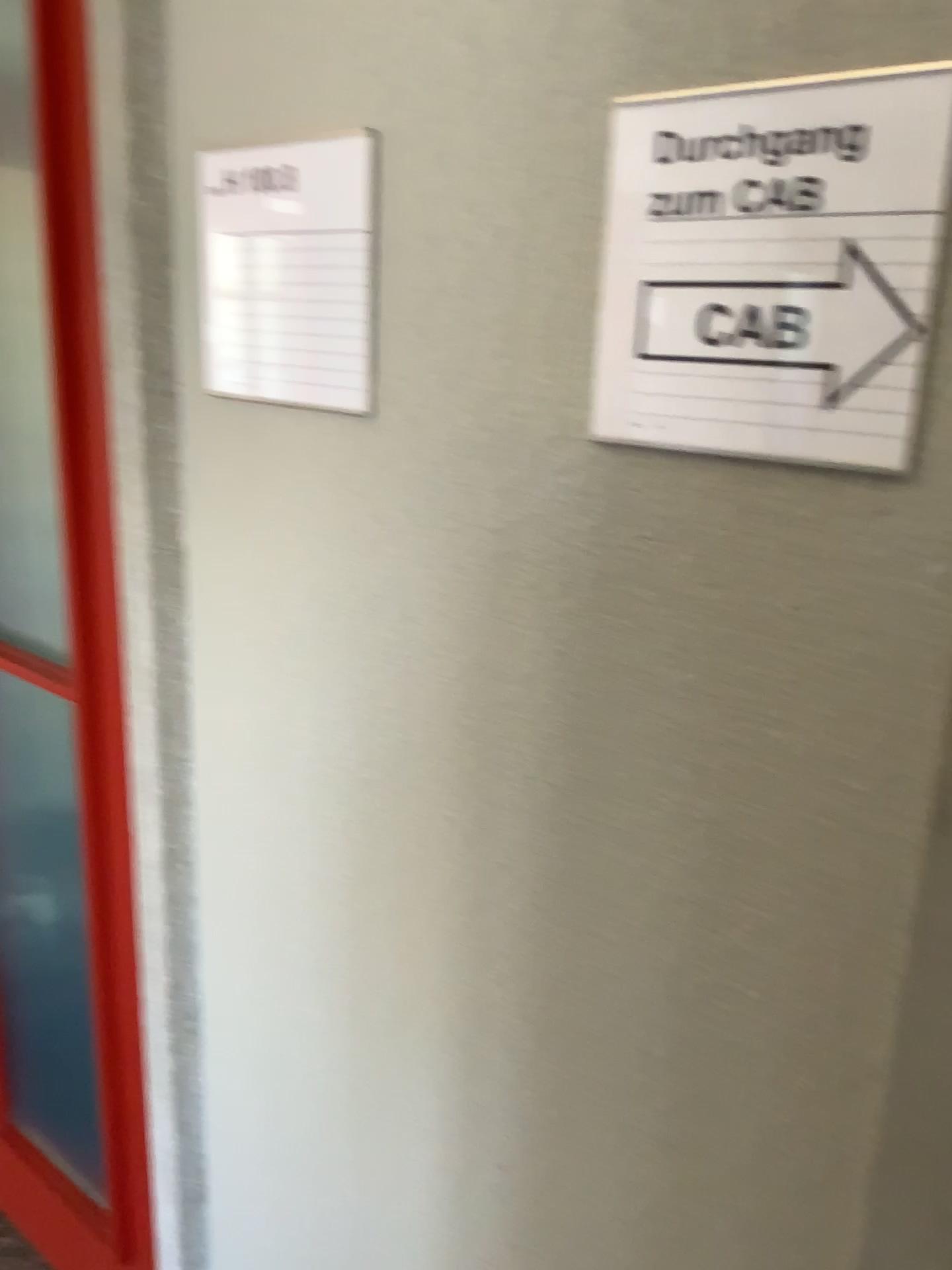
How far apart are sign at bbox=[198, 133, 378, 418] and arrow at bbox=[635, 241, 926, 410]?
0.25m

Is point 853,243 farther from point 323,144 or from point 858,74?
point 323,144

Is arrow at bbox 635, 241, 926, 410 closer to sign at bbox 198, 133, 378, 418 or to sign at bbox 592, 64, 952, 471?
sign at bbox 592, 64, 952, 471

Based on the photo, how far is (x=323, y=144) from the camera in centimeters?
85cm

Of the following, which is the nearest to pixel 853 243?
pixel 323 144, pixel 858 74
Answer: pixel 858 74

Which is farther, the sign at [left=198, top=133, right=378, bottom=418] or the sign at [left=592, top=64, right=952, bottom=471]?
the sign at [left=198, top=133, right=378, bottom=418]

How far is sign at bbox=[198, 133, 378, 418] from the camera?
0.9 meters

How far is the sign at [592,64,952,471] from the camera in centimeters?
57cm

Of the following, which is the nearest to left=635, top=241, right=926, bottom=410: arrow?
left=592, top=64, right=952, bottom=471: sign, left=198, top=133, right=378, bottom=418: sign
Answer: left=592, top=64, right=952, bottom=471: sign

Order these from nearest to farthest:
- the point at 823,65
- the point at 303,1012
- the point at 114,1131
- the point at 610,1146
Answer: the point at 823,65 → the point at 610,1146 → the point at 303,1012 → the point at 114,1131
